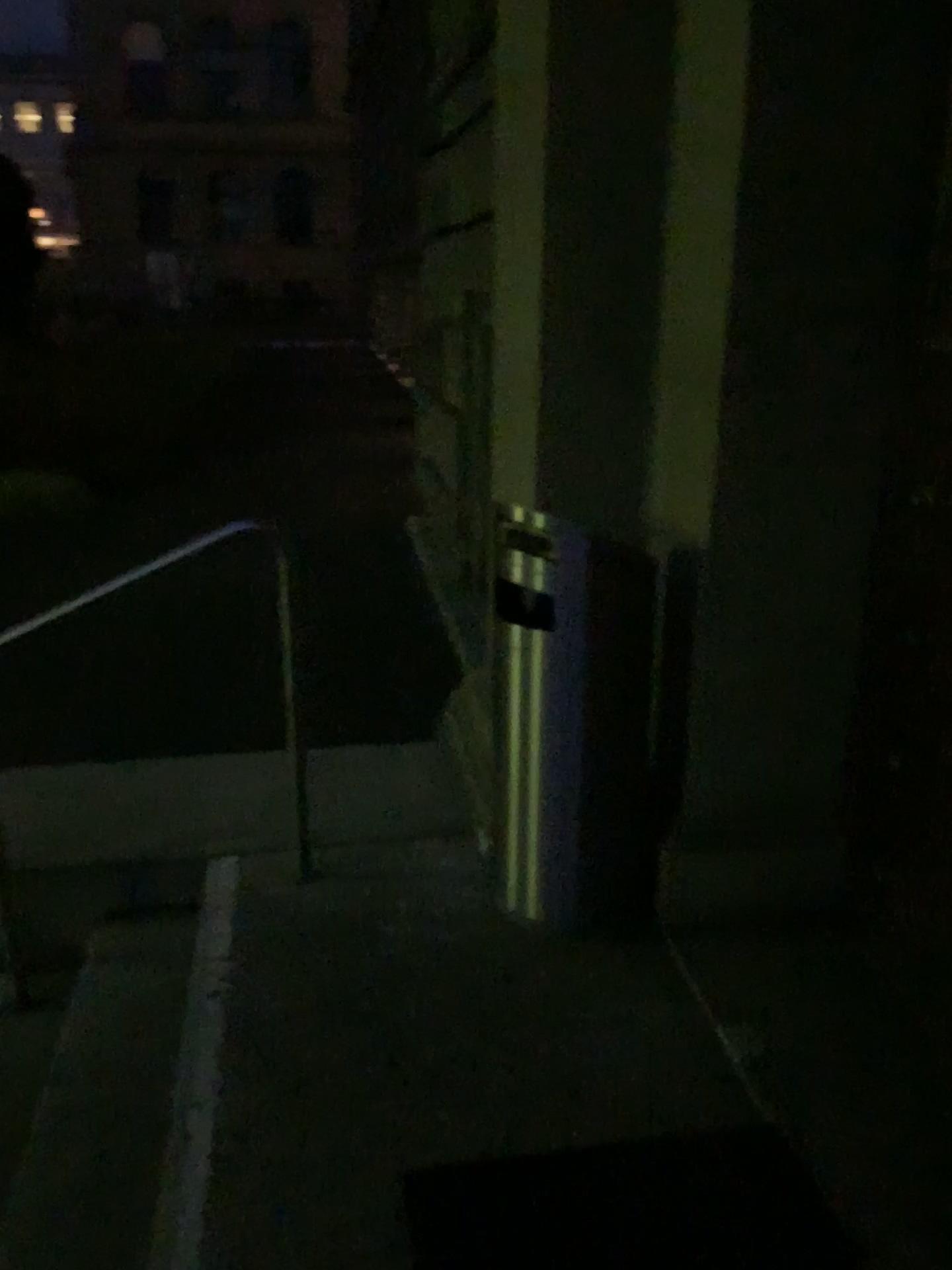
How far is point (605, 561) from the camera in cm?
231

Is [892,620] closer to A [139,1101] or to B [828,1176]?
B [828,1176]

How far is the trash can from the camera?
2.3 meters
